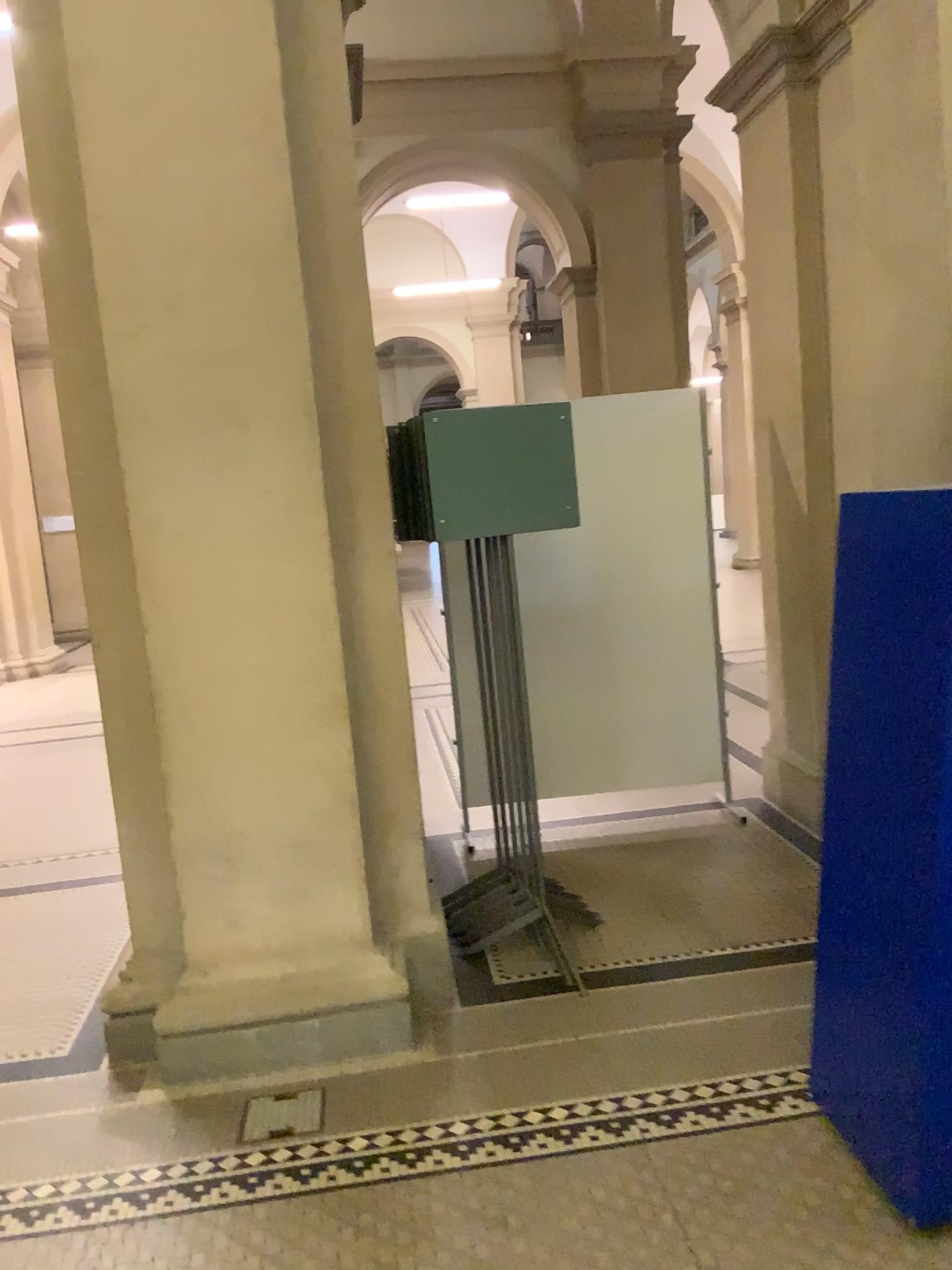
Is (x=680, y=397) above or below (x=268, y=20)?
below

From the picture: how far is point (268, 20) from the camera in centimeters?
272cm

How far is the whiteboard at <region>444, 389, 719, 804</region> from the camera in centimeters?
472cm

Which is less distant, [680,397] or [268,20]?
[268,20]

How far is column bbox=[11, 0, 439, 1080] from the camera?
2.7m

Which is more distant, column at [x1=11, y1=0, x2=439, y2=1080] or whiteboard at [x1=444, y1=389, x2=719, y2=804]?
whiteboard at [x1=444, y1=389, x2=719, y2=804]

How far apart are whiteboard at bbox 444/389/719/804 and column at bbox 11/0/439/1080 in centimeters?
158cm

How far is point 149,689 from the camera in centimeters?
300cm
